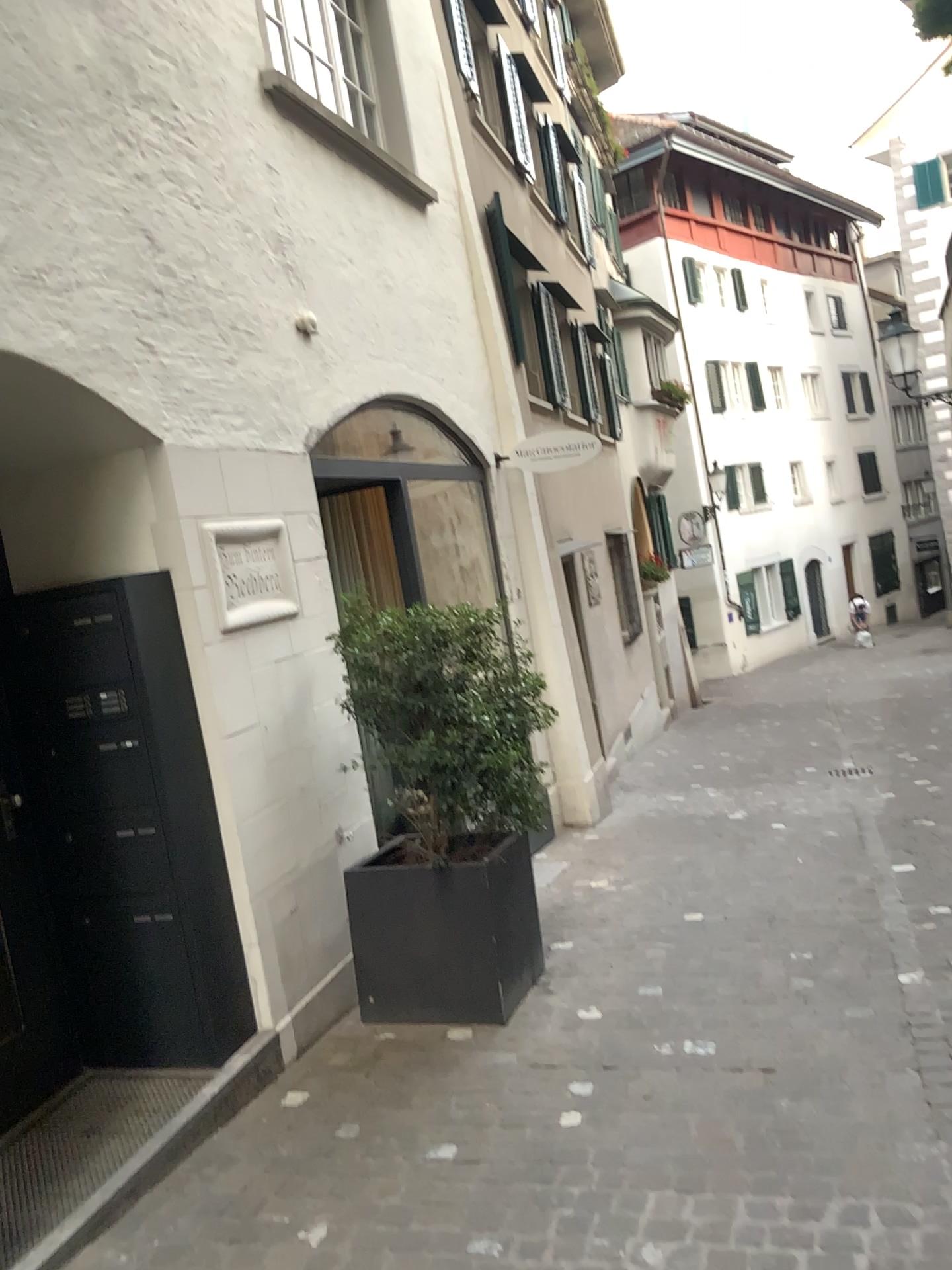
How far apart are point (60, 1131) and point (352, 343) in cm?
369

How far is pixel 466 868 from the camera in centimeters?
406cm

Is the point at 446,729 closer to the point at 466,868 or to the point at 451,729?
the point at 451,729

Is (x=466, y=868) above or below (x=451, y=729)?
below

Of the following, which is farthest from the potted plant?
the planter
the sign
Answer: the sign

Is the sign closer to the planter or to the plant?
the plant

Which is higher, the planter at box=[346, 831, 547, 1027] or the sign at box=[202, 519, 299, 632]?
the sign at box=[202, 519, 299, 632]

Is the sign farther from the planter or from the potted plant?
the planter

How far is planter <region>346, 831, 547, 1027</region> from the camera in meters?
4.1 m
